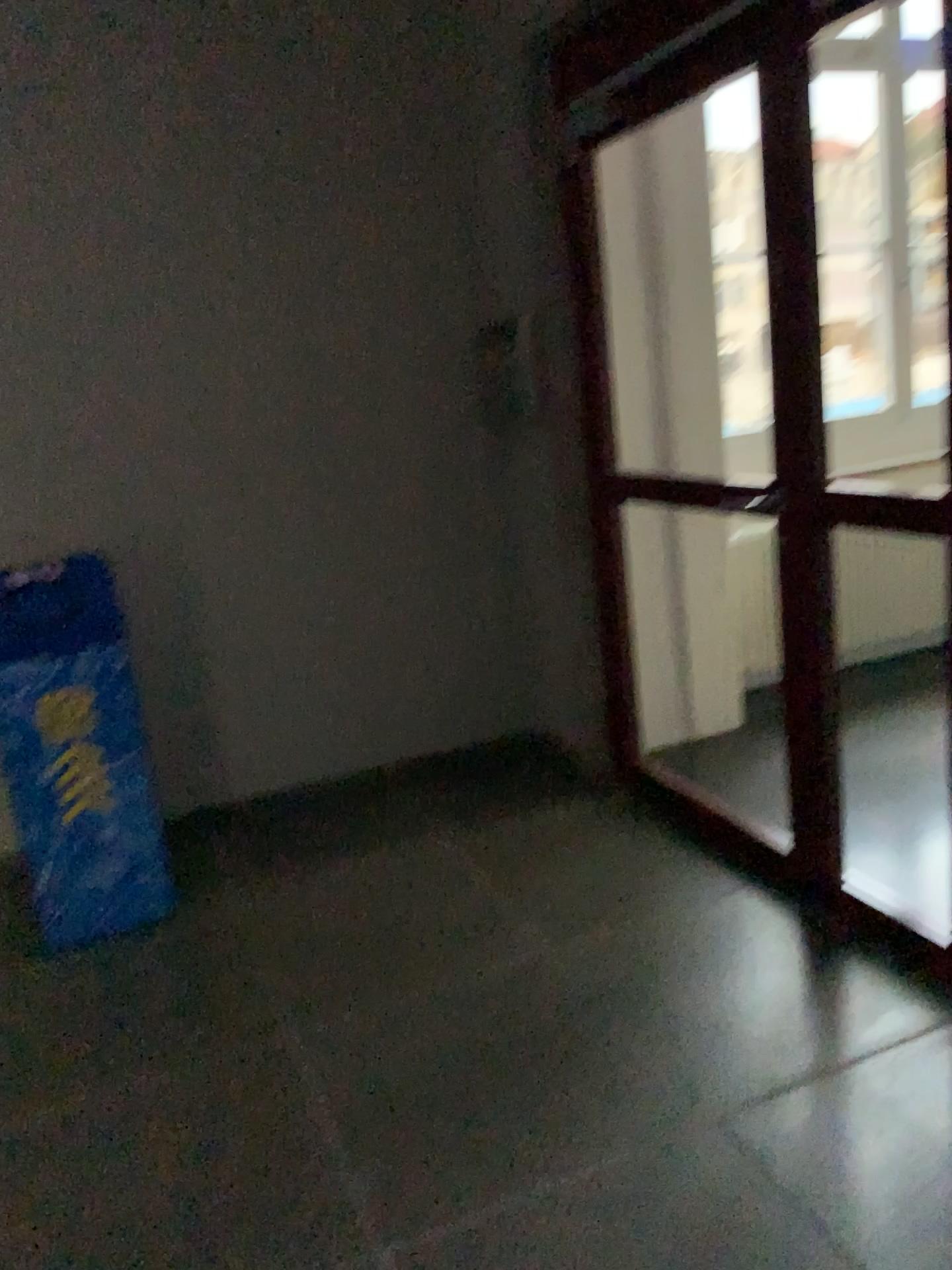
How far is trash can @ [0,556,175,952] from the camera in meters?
2.8

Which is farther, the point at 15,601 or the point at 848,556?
the point at 848,556

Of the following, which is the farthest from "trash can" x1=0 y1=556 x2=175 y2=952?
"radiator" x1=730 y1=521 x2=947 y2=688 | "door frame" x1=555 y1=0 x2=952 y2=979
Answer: "radiator" x1=730 y1=521 x2=947 y2=688

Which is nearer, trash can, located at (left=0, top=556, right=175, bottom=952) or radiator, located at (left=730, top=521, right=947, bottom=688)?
trash can, located at (left=0, top=556, right=175, bottom=952)

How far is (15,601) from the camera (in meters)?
2.83

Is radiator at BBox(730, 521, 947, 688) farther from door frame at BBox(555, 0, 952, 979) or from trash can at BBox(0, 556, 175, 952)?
trash can at BBox(0, 556, 175, 952)

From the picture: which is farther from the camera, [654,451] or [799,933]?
[654,451]

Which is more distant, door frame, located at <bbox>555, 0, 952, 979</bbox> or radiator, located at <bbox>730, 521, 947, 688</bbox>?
radiator, located at <bbox>730, 521, 947, 688</bbox>

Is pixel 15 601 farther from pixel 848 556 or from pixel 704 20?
pixel 848 556
